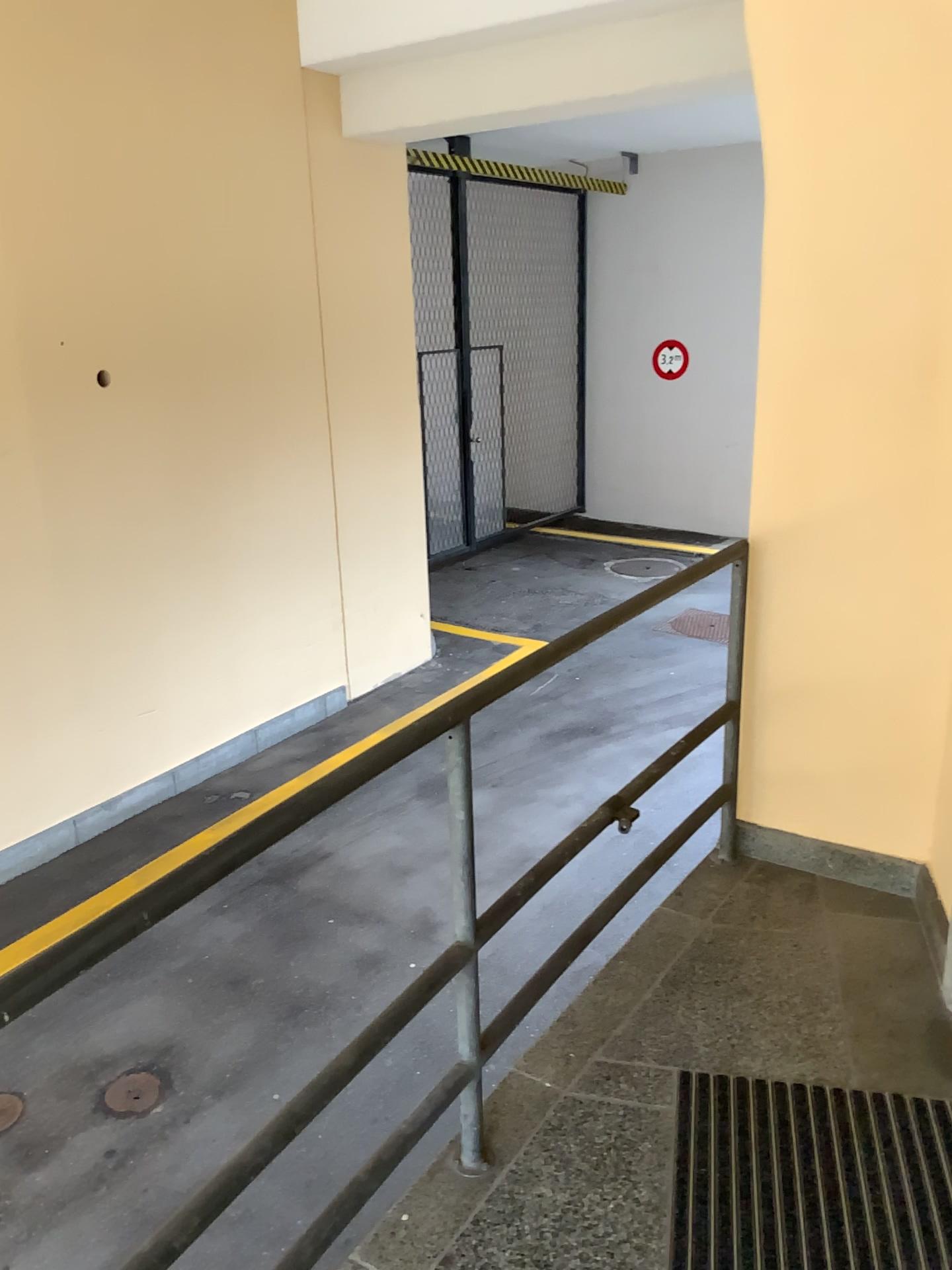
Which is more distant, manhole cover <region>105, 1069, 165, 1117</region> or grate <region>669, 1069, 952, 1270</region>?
manhole cover <region>105, 1069, 165, 1117</region>

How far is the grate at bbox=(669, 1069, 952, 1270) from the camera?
1.8 meters

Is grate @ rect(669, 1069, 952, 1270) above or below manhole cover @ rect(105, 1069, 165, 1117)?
above

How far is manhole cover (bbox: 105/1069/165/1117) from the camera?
3.4m

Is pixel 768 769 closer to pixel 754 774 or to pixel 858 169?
pixel 754 774

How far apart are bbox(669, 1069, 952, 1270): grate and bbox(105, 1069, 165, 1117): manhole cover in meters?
2.0 m

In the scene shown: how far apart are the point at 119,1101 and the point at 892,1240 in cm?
252

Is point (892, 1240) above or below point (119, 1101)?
above

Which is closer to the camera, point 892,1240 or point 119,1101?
point 892,1240
